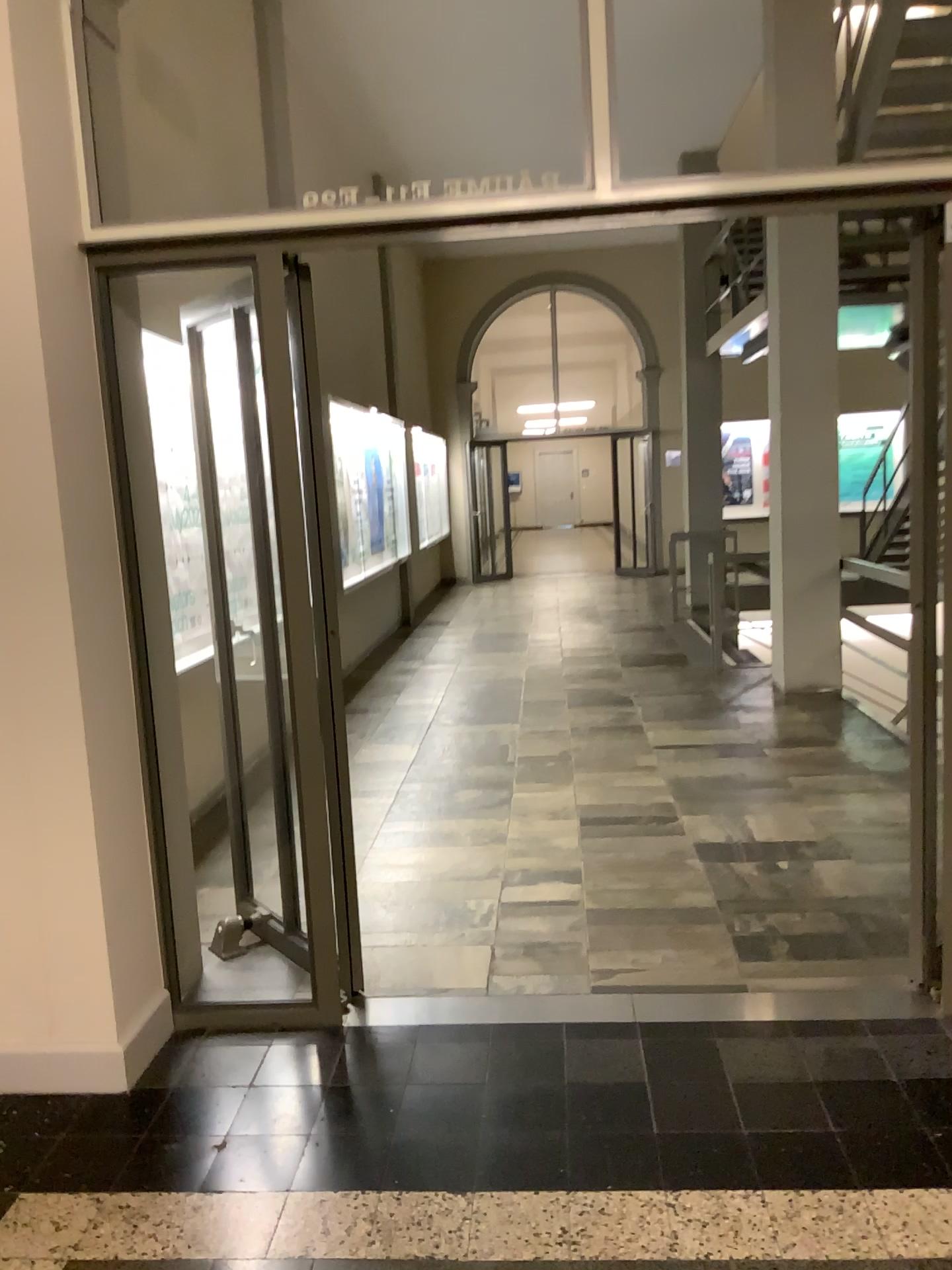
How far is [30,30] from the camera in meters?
2.5 m

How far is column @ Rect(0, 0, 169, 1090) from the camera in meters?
2.5 m

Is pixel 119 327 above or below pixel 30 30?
below

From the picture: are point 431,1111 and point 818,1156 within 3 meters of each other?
yes
